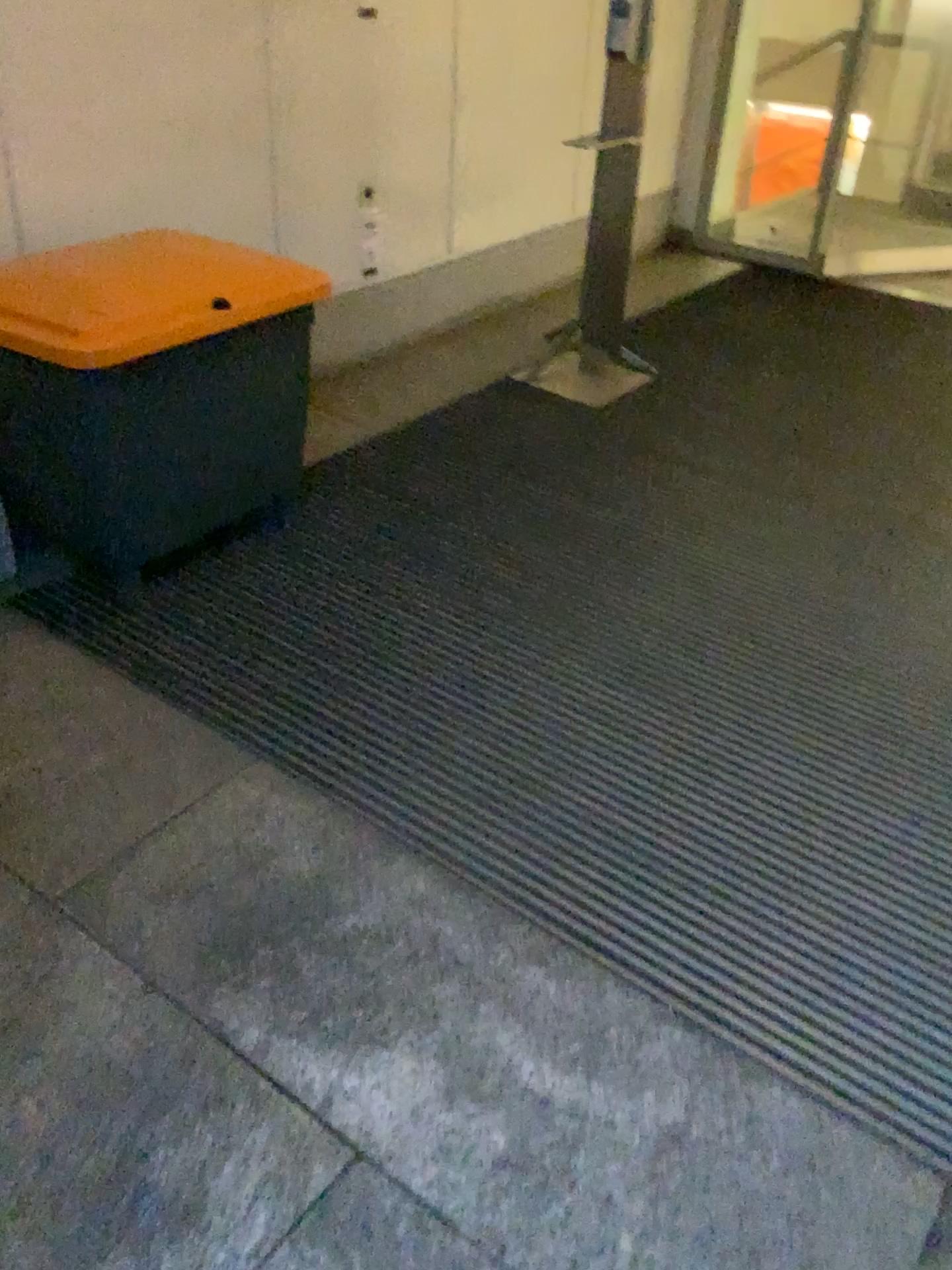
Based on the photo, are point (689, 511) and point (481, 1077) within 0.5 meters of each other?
no
